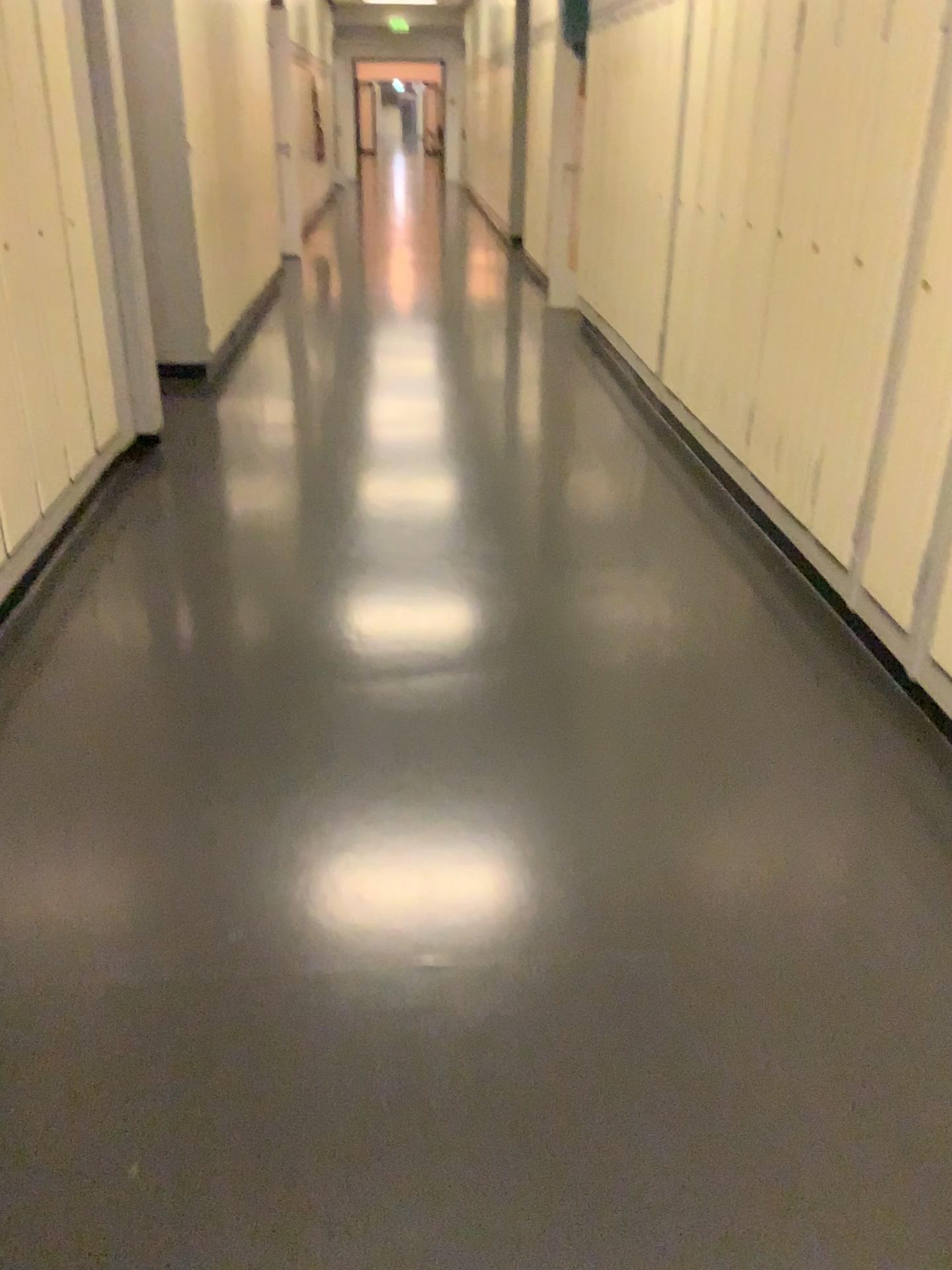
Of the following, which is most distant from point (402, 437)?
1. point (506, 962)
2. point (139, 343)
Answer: point (506, 962)

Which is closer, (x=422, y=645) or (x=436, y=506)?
(x=422, y=645)

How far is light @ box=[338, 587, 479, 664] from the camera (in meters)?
2.86

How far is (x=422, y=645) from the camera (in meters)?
2.86

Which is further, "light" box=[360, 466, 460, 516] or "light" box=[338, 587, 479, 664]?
"light" box=[360, 466, 460, 516]
